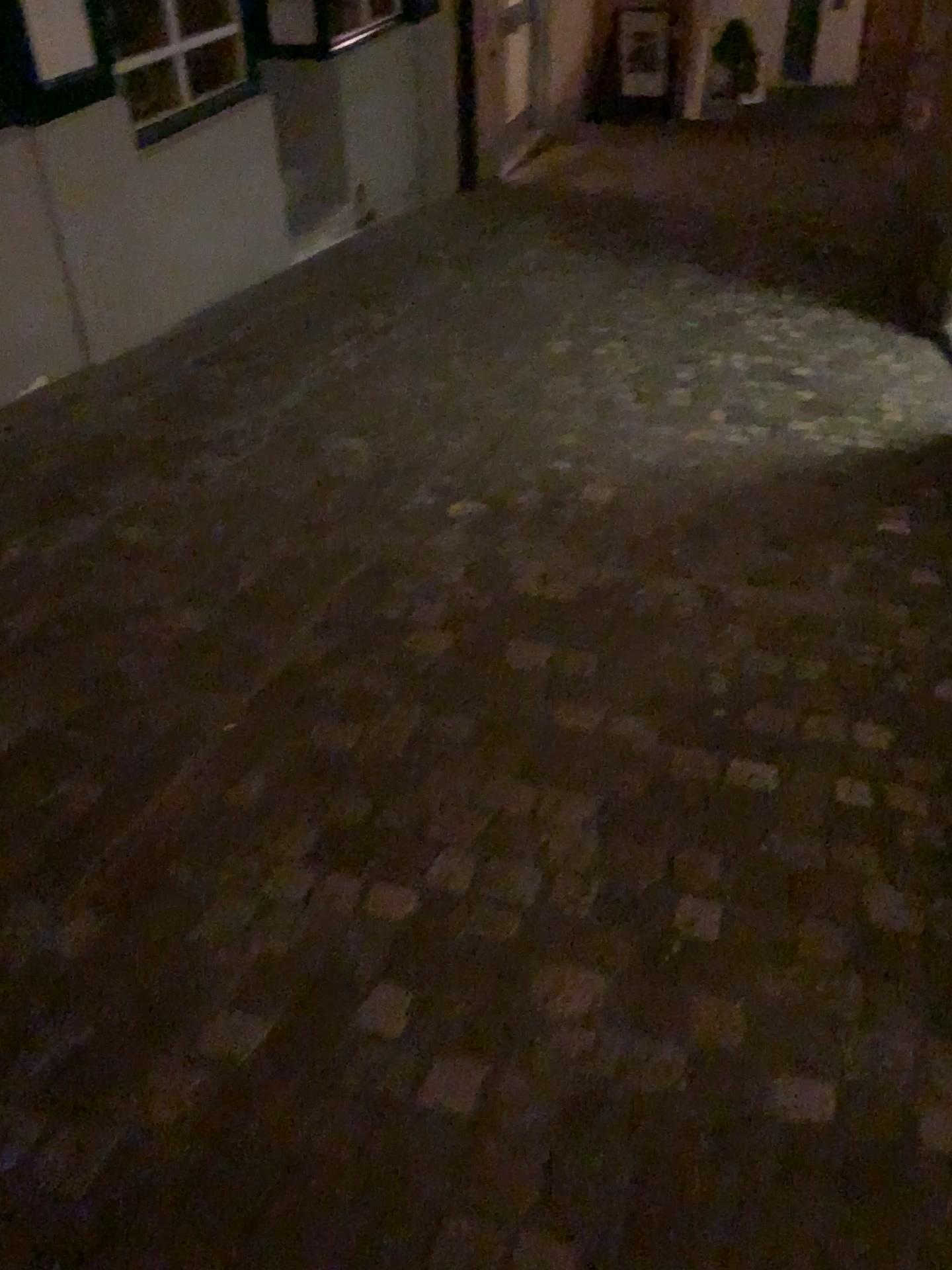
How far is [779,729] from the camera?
2.1m
